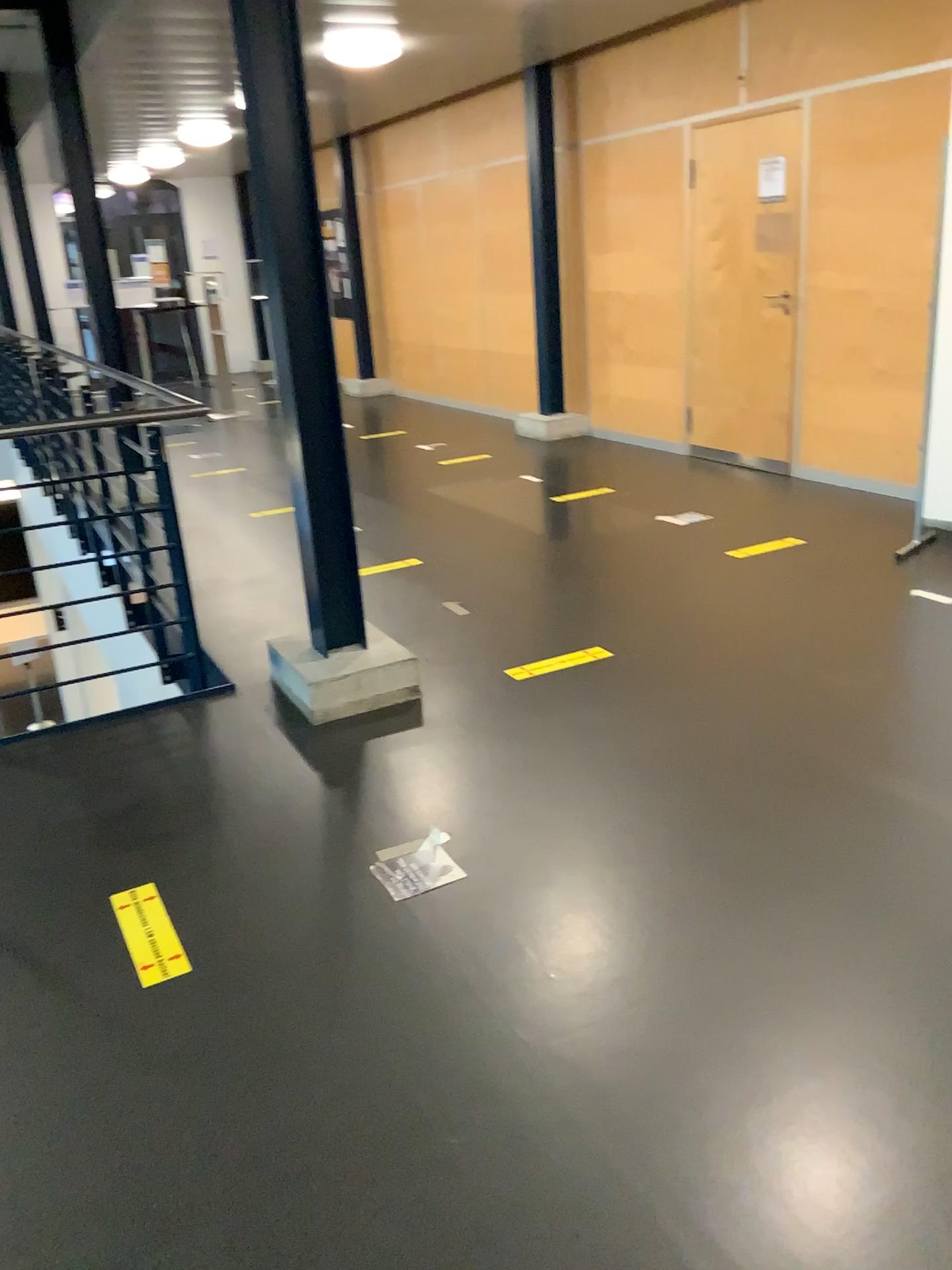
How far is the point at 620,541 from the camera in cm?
A: 521

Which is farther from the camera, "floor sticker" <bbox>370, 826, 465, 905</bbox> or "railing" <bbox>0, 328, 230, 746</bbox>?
"railing" <bbox>0, 328, 230, 746</bbox>

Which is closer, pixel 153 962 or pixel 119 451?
pixel 153 962

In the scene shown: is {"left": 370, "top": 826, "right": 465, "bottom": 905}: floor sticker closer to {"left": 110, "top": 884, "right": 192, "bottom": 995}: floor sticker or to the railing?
{"left": 110, "top": 884, "right": 192, "bottom": 995}: floor sticker

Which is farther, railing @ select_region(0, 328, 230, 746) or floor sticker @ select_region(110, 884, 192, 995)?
railing @ select_region(0, 328, 230, 746)

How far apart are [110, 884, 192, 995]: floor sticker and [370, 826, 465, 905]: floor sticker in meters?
0.5 m

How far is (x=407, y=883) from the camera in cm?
250

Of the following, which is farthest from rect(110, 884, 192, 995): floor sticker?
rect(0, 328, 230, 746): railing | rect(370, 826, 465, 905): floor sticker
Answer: rect(0, 328, 230, 746): railing

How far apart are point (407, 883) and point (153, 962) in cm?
59

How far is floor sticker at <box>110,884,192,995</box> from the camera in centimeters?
226cm
